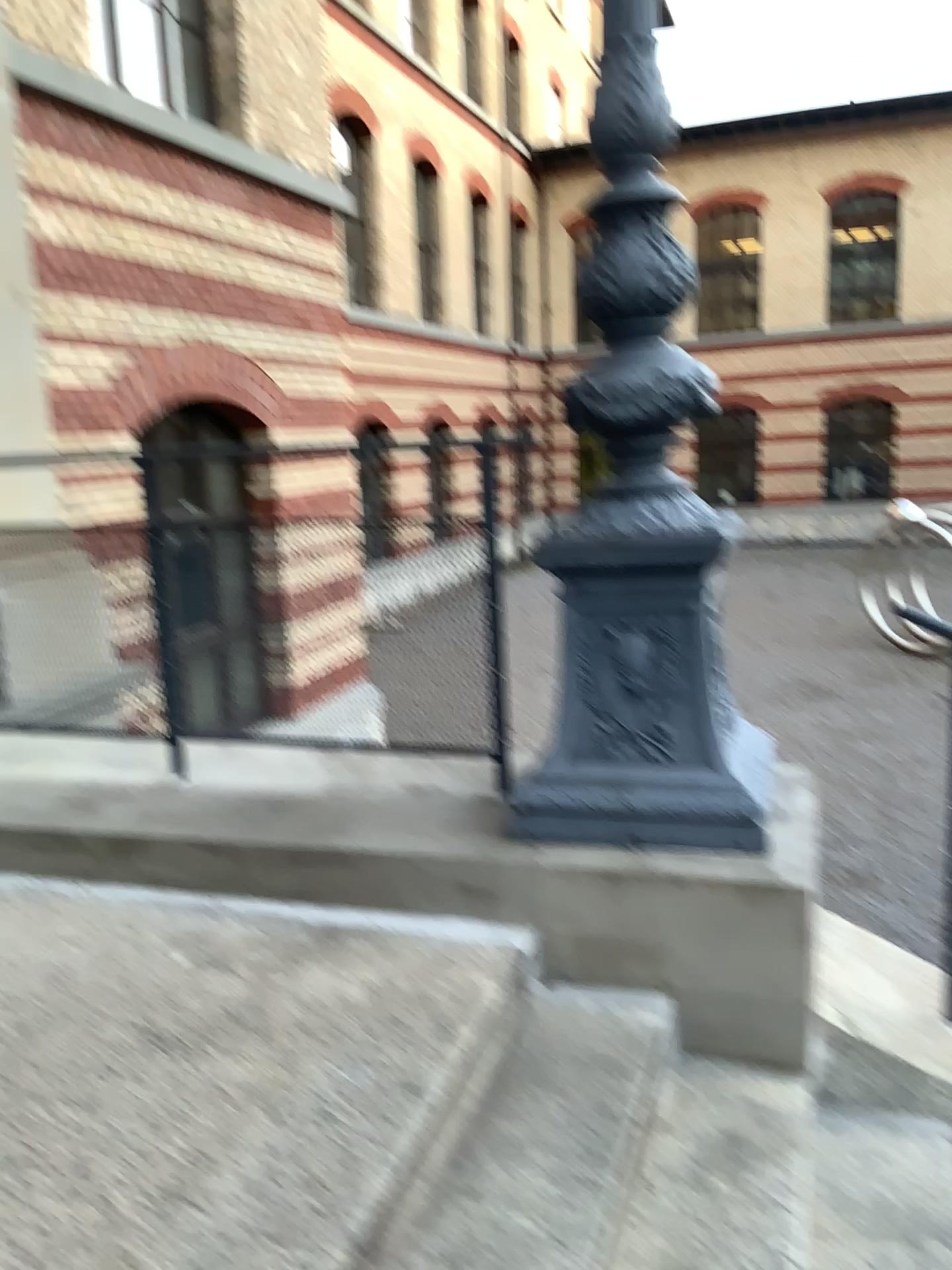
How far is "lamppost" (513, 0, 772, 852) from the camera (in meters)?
2.49

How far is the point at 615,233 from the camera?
2.5m

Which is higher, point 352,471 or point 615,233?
point 615,233

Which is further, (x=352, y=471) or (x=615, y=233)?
(x=352, y=471)

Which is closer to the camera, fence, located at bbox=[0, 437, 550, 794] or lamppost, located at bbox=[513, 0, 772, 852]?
lamppost, located at bbox=[513, 0, 772, 852]

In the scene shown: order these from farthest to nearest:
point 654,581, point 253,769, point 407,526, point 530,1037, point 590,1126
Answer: point 253,769, point 407,526, point 654,581, point 530,1037, point 590,1126
